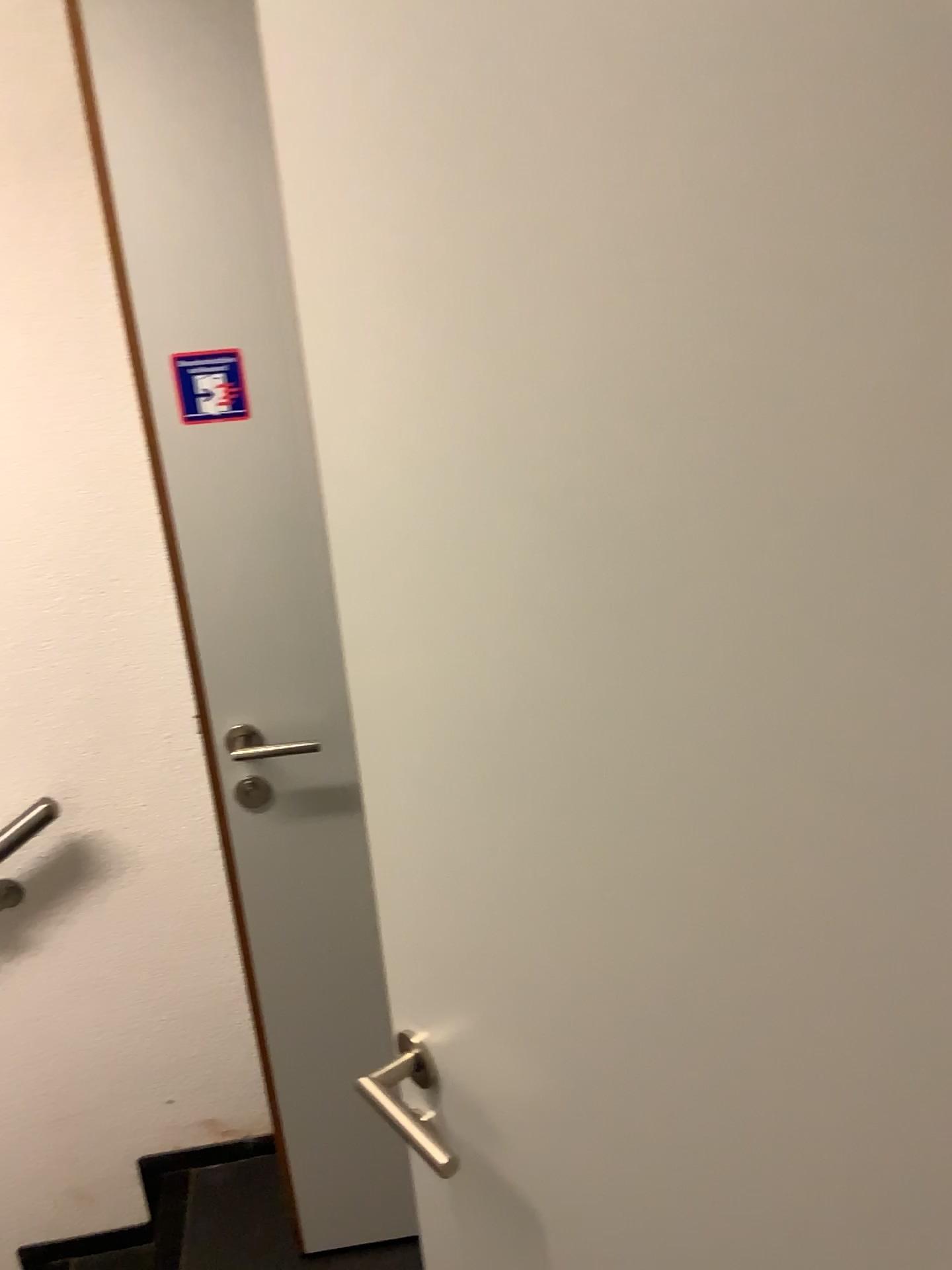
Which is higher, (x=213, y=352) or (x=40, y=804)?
(x=213, y=352)

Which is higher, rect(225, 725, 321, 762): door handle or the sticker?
the sticker

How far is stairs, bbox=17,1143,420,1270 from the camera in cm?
189

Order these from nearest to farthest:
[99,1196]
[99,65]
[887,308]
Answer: [887,308]
[99,65]
[99,1196]

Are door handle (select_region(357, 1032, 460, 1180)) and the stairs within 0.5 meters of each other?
no

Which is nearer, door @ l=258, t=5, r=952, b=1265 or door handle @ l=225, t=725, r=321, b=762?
door @ l=258, t=5, r=952, b=1265

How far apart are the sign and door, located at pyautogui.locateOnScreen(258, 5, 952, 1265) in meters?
0.7

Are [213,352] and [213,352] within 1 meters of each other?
yes

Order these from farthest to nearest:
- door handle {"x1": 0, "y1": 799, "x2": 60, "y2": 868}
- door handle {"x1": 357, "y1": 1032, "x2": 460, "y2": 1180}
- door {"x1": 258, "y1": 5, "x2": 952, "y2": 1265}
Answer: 1. door handle {"x1": 0, "y1": 799, "x2": 60, "y2": 868}
2. door handle {"x1": 357, "y1": 1032, "x2": 460, "y2": 1180}
3. door {"x1": 258, "y1": 5, "x2": 952, "y2": 1265}

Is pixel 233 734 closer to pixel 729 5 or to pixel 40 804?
pixel 40 804
